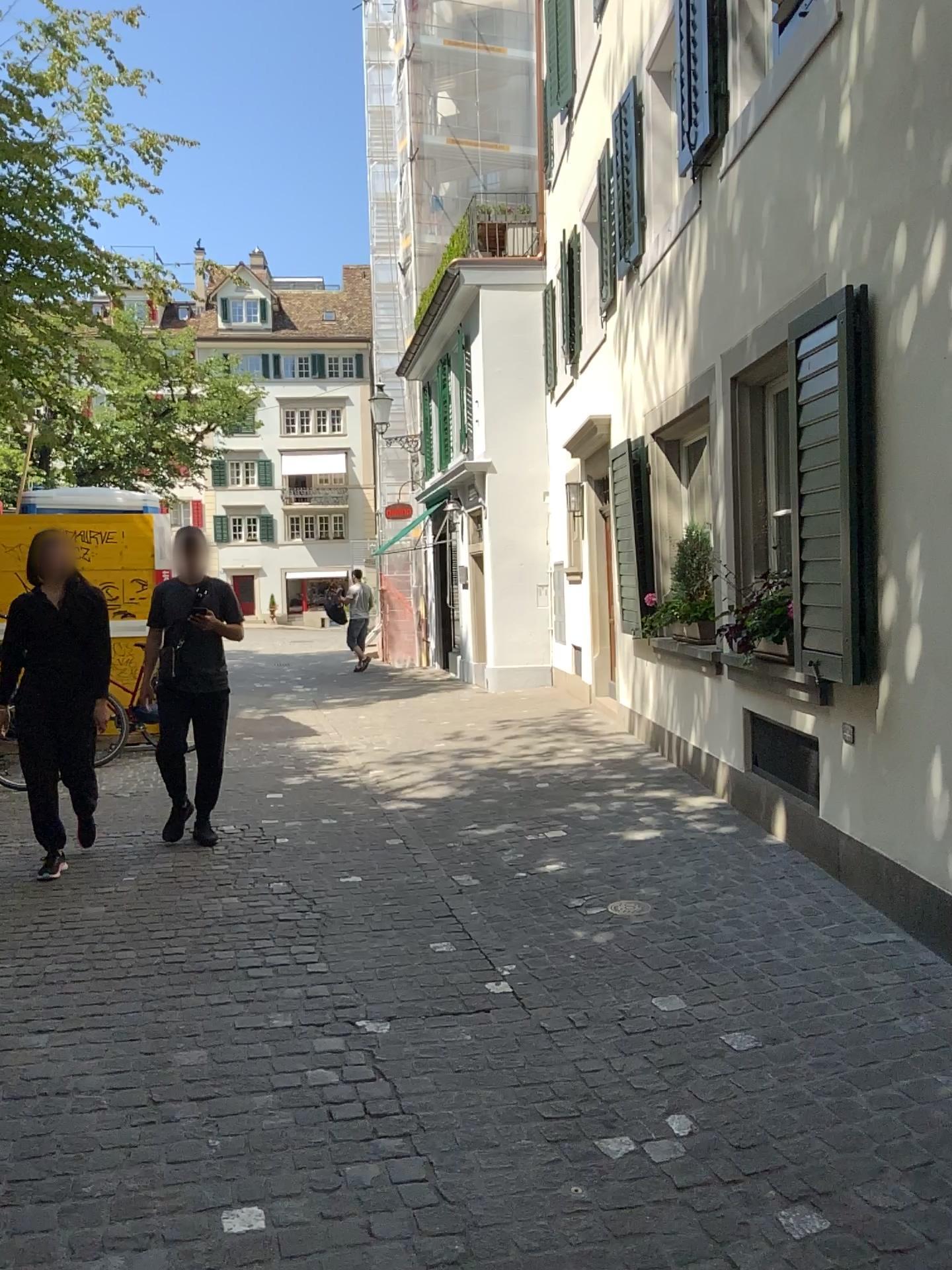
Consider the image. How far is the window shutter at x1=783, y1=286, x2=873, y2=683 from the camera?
4.1m

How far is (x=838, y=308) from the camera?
4.1 meters

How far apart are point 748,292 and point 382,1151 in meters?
4.2
